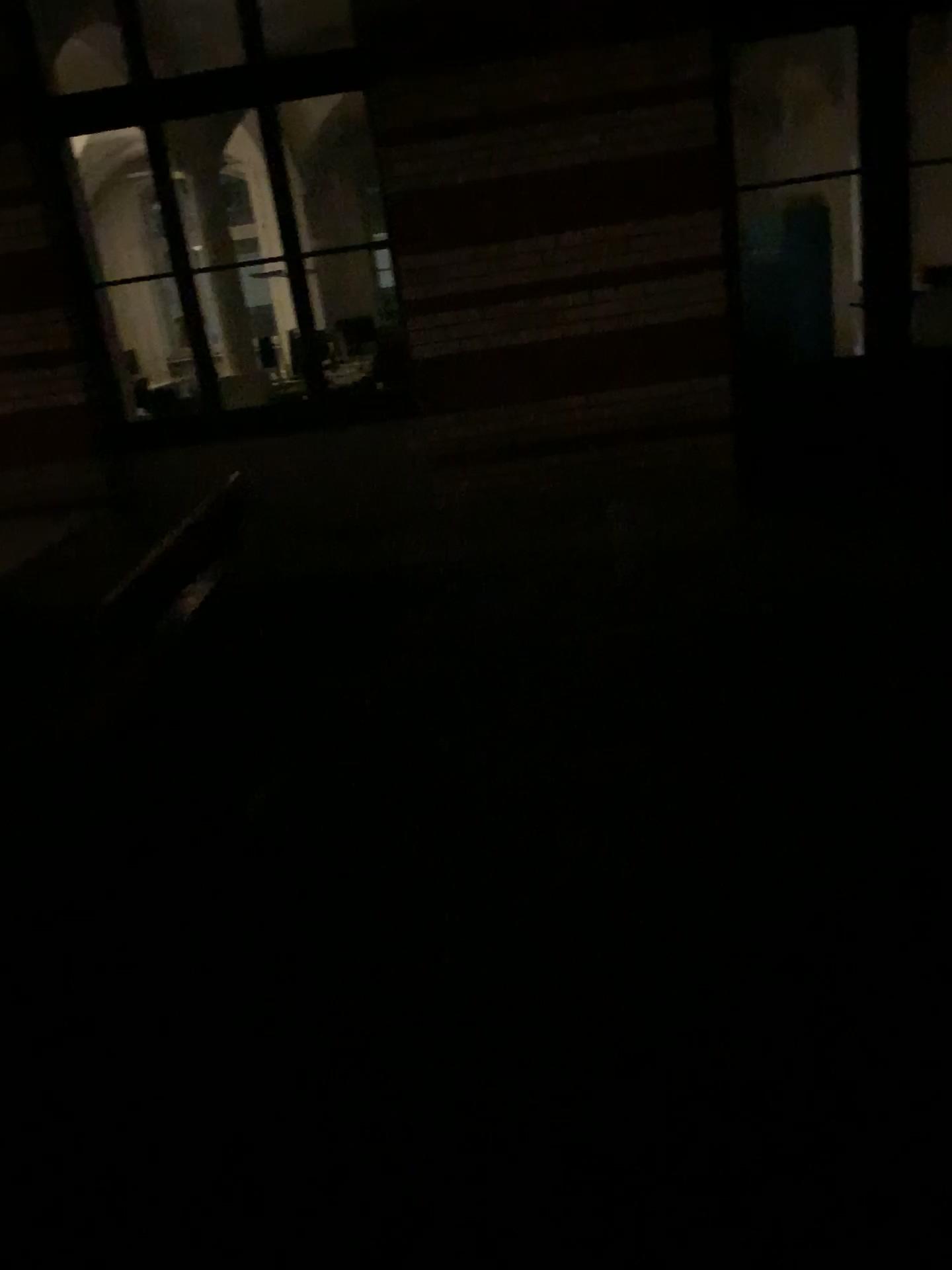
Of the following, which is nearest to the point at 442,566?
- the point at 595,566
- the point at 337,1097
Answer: the point at 595,566
